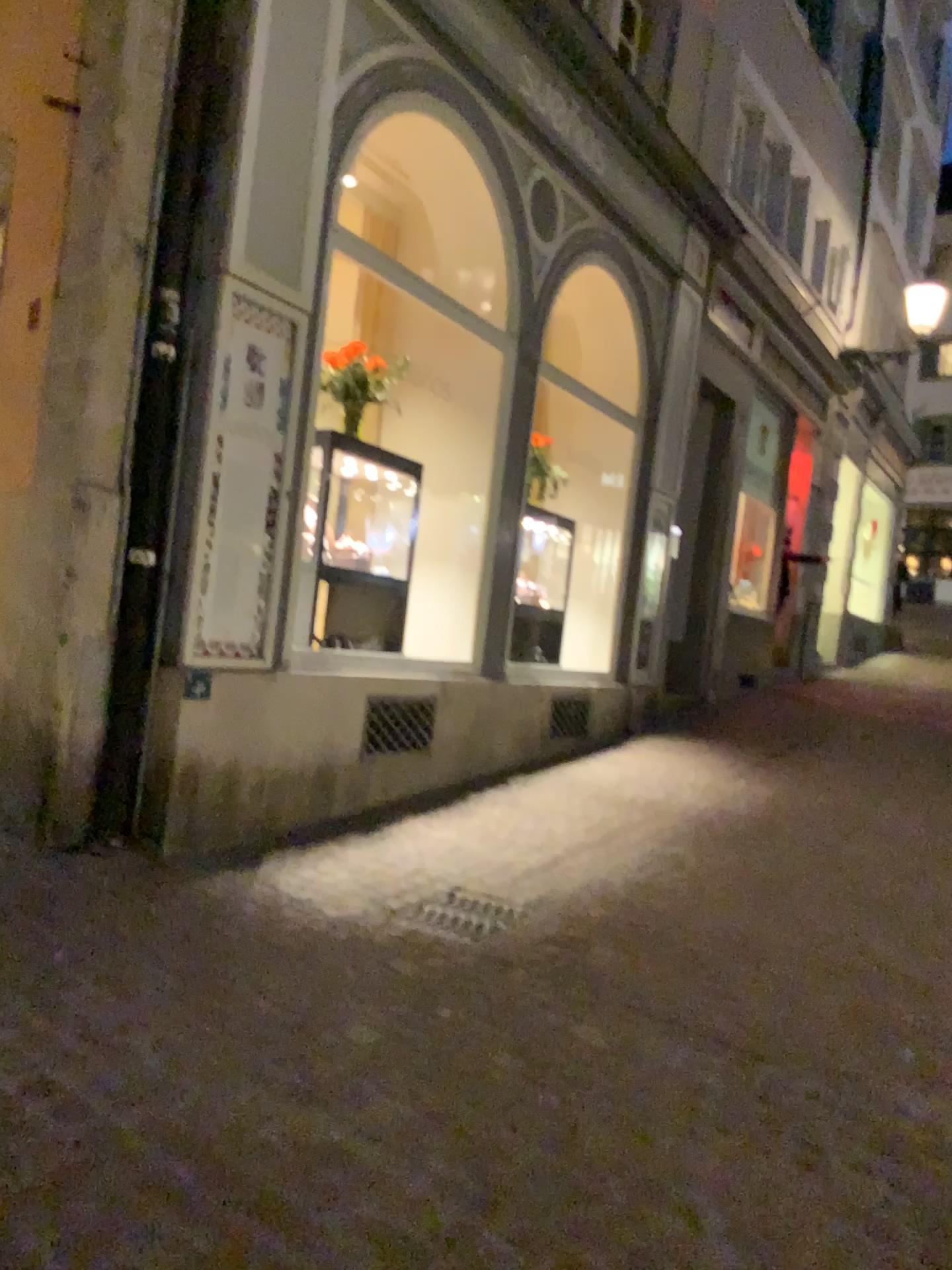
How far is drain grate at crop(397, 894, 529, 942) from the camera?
3.63m

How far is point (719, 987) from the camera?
3.3 meters

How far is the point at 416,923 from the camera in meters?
3.6 m
